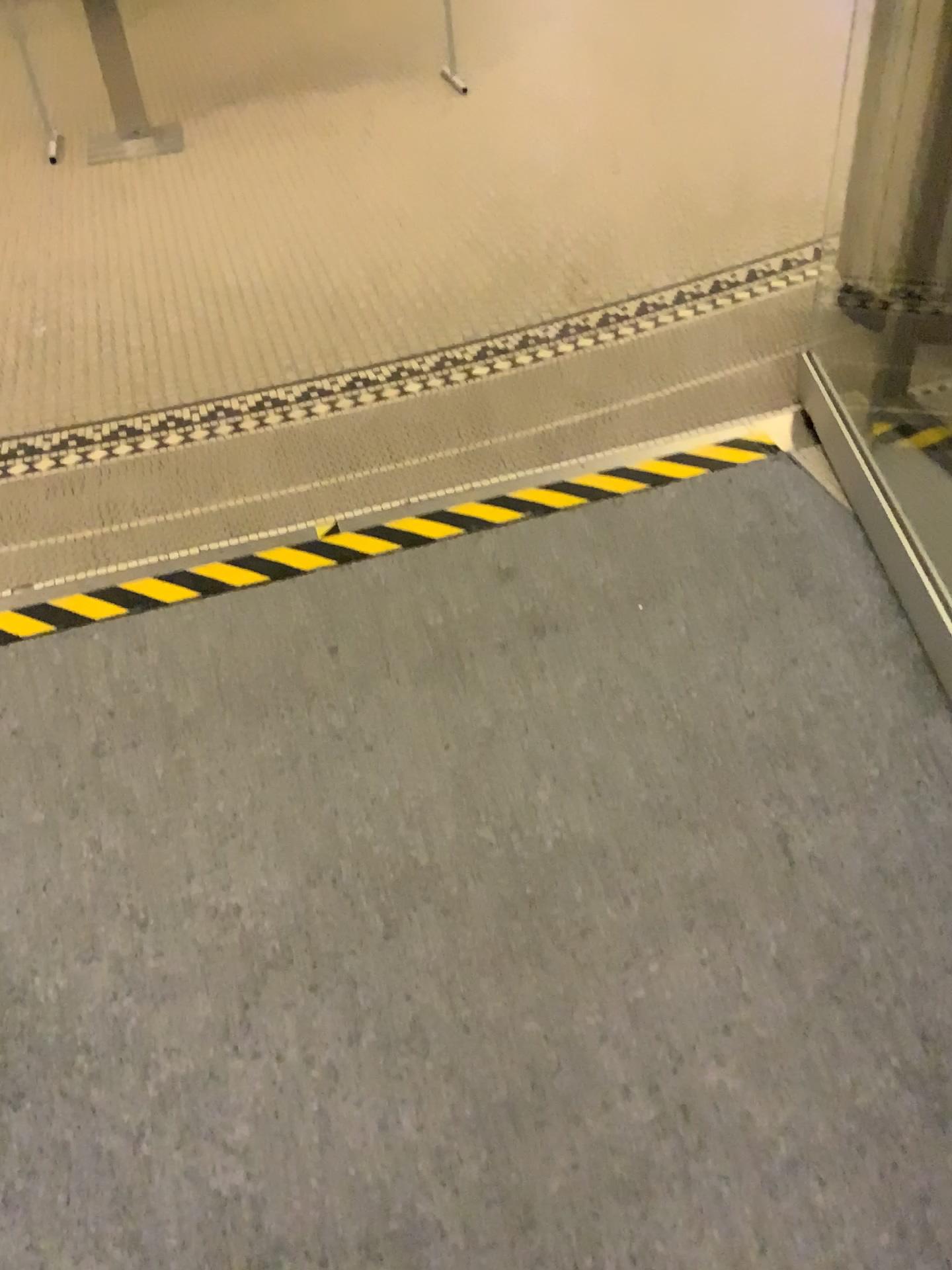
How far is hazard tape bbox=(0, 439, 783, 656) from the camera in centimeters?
215cm

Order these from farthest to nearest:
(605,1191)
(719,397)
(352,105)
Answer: (352,105)
(719,397)
(605,1191)

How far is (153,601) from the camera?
2.2 meters
